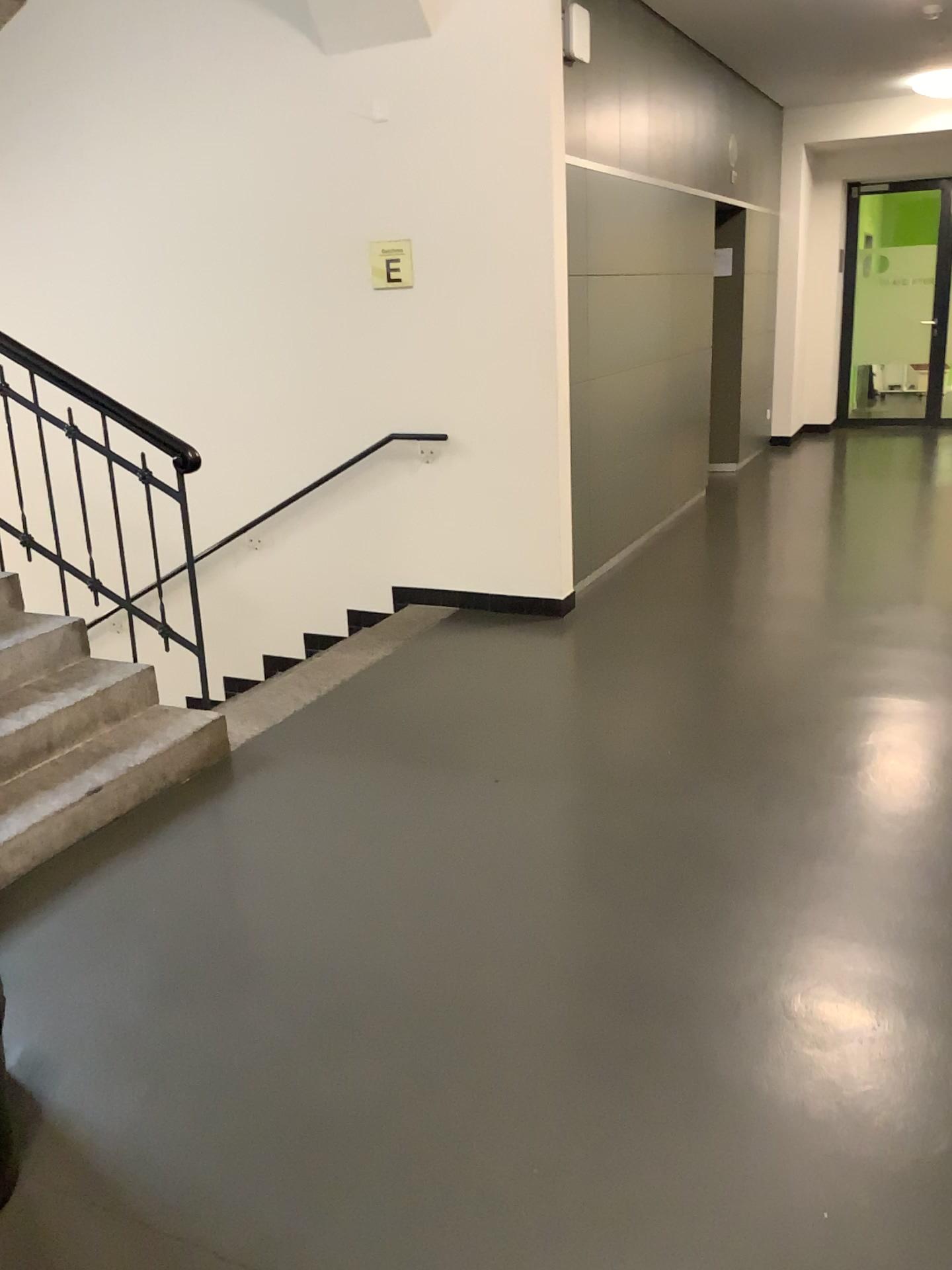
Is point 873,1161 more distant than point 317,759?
No
